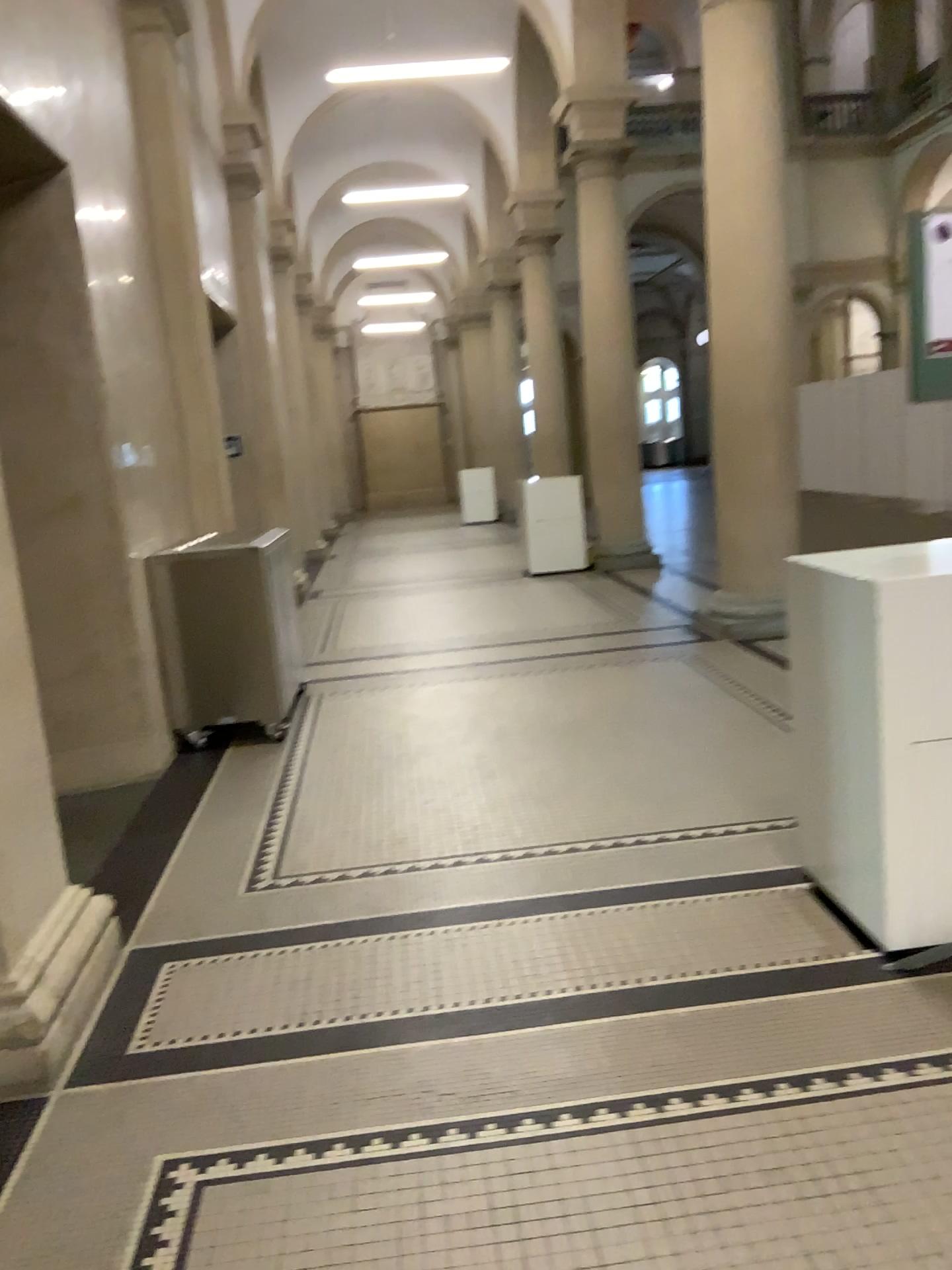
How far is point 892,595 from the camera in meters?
2.6

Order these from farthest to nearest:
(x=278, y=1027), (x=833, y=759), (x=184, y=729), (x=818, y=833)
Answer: (x=184, y=729) → (x=818, y=833) → (x=833, y=759) → (x=278, y=1027)

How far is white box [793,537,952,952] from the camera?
2.6m
